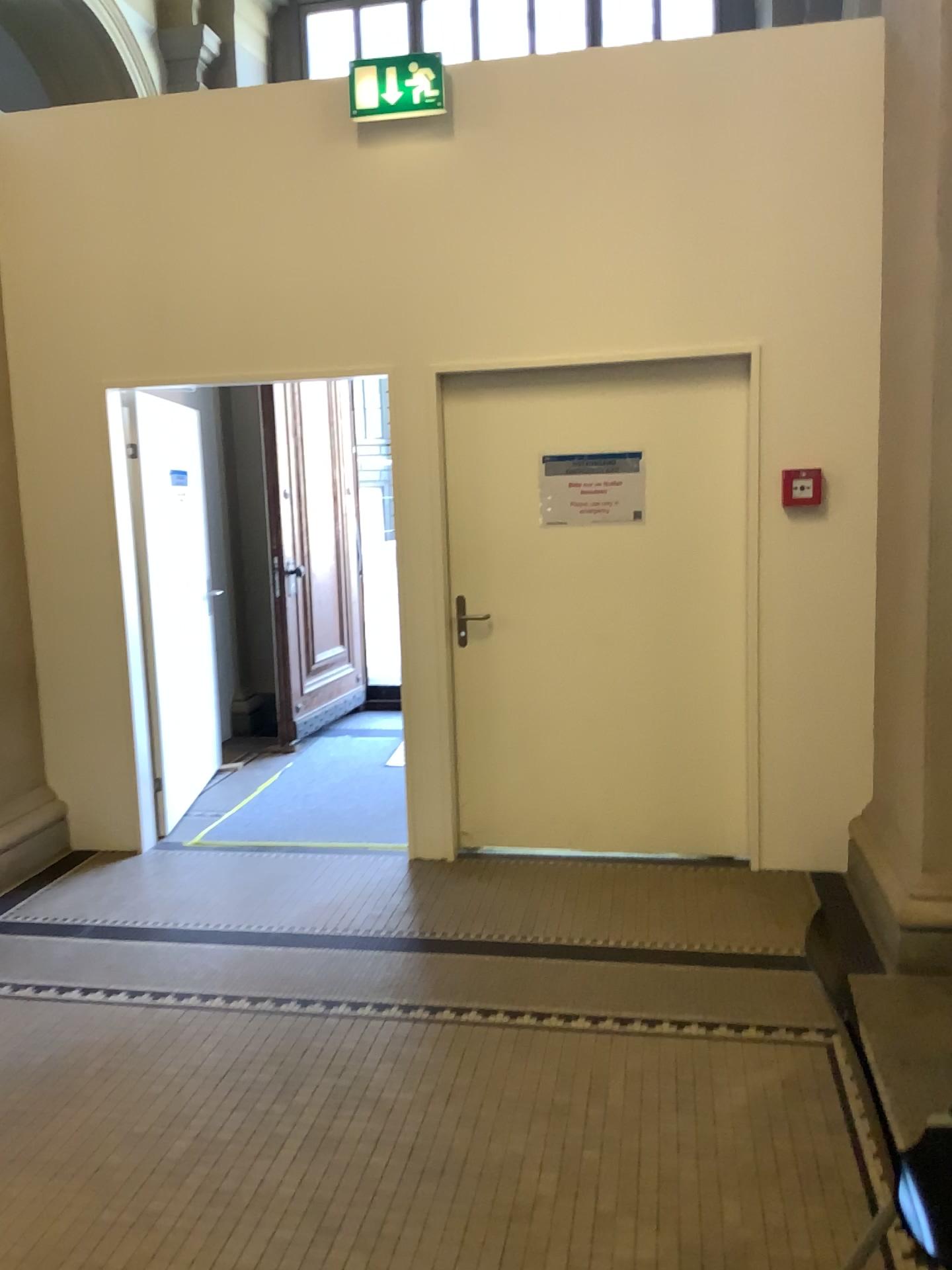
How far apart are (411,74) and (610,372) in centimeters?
133cm

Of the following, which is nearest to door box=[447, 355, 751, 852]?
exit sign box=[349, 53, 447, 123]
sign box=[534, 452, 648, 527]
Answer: sign box=[534, 452, 648, 527]

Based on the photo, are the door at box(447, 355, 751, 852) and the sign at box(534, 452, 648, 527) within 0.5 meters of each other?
yes

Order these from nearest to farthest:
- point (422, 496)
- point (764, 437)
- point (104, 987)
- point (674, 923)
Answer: point (104, 987)
point (674, 923)
point (764, 437)
point (422, 496)

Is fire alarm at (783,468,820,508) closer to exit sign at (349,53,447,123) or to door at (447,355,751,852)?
door at (447,355,751,852)

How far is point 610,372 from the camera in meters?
4.1 m

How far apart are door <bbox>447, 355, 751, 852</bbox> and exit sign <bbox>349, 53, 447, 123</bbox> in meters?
1.0

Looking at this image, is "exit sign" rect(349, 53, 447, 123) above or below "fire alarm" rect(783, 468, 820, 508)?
above

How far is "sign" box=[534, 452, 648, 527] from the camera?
4.2 meters

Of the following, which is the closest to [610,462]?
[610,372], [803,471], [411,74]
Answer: [610,372]
